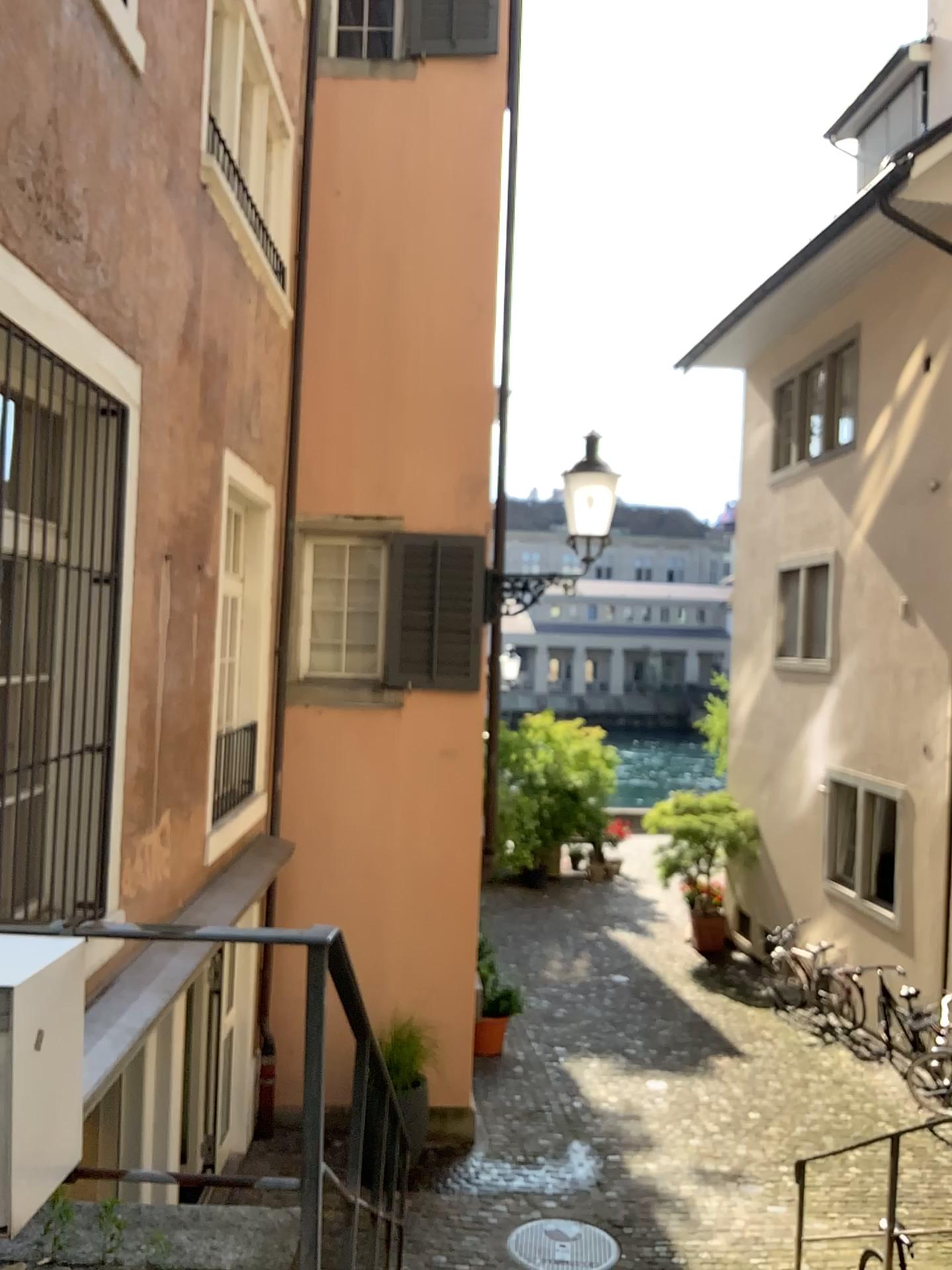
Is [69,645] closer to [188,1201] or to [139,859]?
[139,859]
